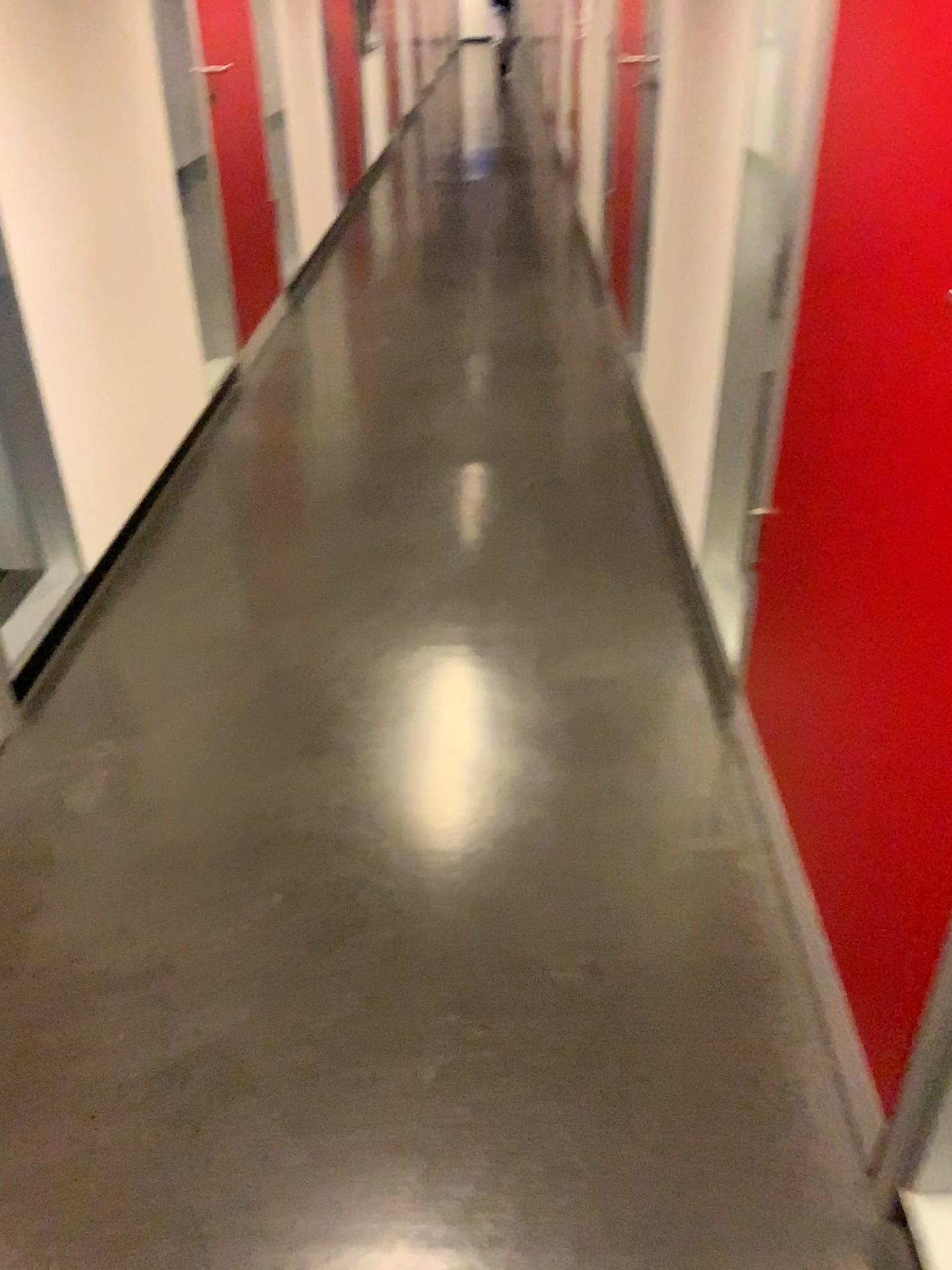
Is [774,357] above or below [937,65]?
below

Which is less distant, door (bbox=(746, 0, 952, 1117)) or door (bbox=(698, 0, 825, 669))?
door (bbox=(746, 0, 952, 1117))

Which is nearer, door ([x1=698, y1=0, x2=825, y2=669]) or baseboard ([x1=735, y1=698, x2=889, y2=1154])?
baseboard ([x1=735, y1=698, x2=889, y2=1154])

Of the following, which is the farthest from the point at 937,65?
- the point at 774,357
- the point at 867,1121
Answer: the point at 867,1121

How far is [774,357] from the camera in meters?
1.7 m

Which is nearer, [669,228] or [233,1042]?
[233,1042]

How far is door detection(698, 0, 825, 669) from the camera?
1.72m
